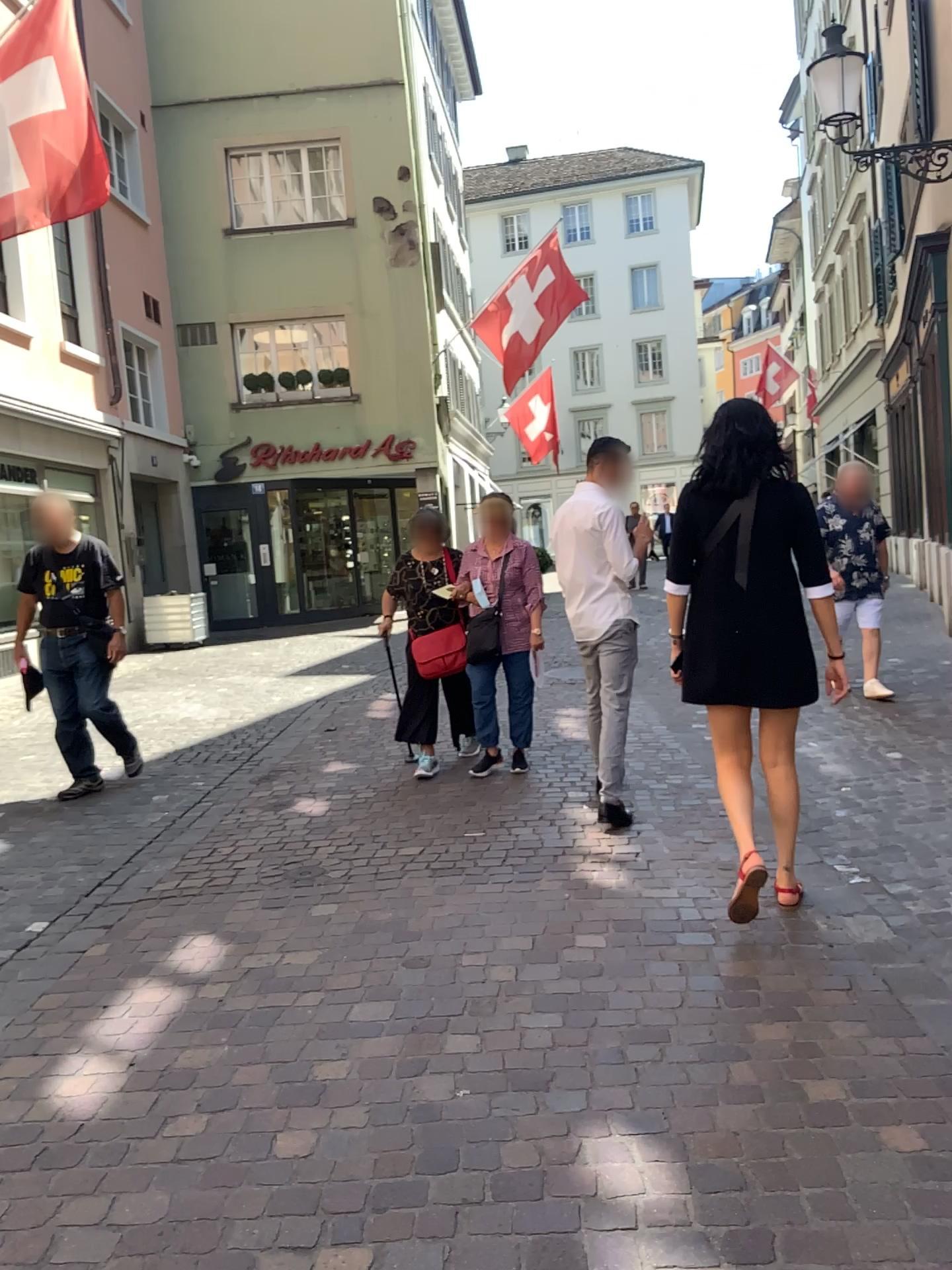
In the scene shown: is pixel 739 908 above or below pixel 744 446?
below

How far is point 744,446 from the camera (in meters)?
3.43

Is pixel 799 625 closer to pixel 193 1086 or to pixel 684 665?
pixel 684 665

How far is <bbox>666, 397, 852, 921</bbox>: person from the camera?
3.4m
